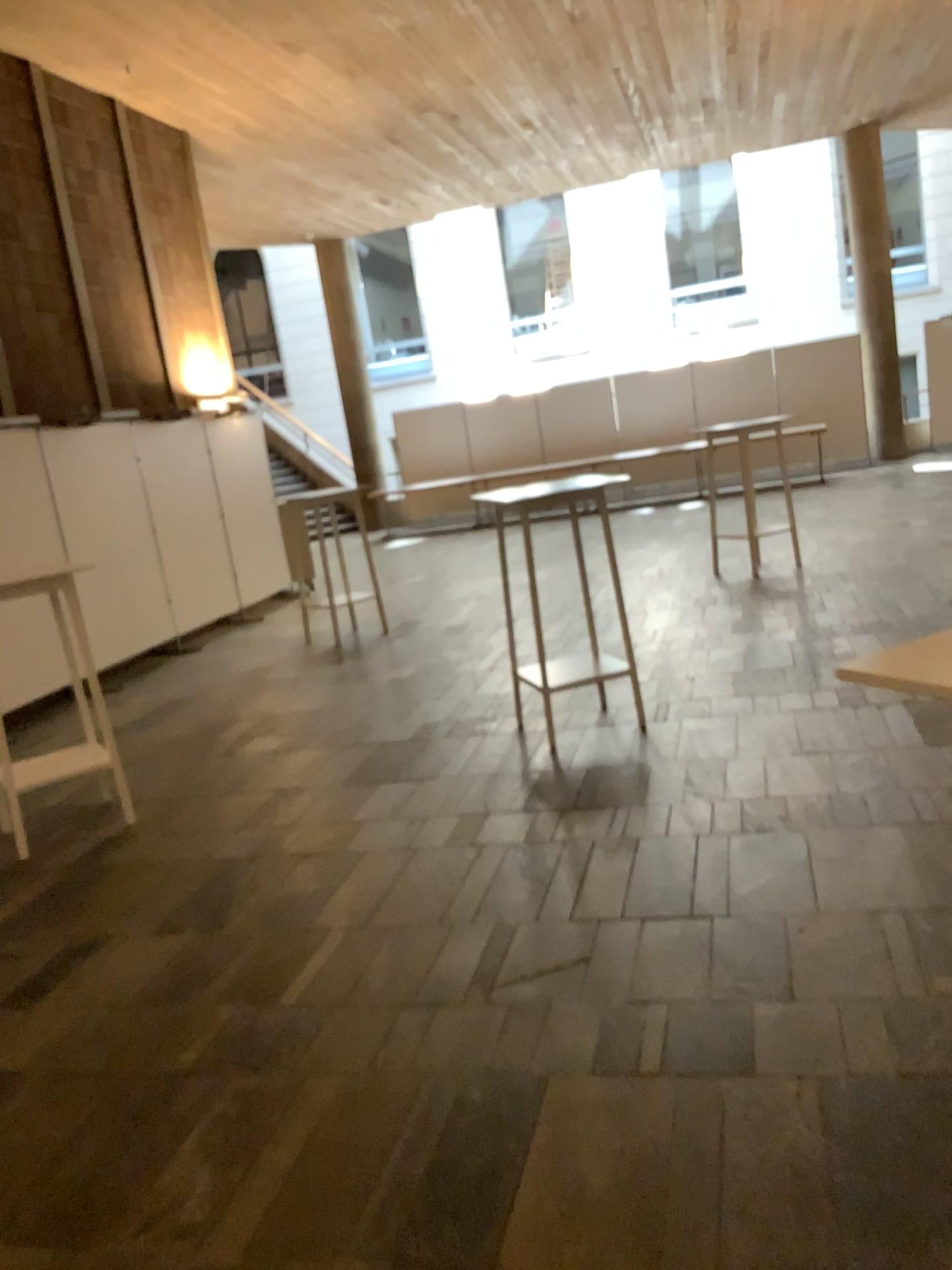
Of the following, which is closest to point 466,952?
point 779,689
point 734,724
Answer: point 734,724
